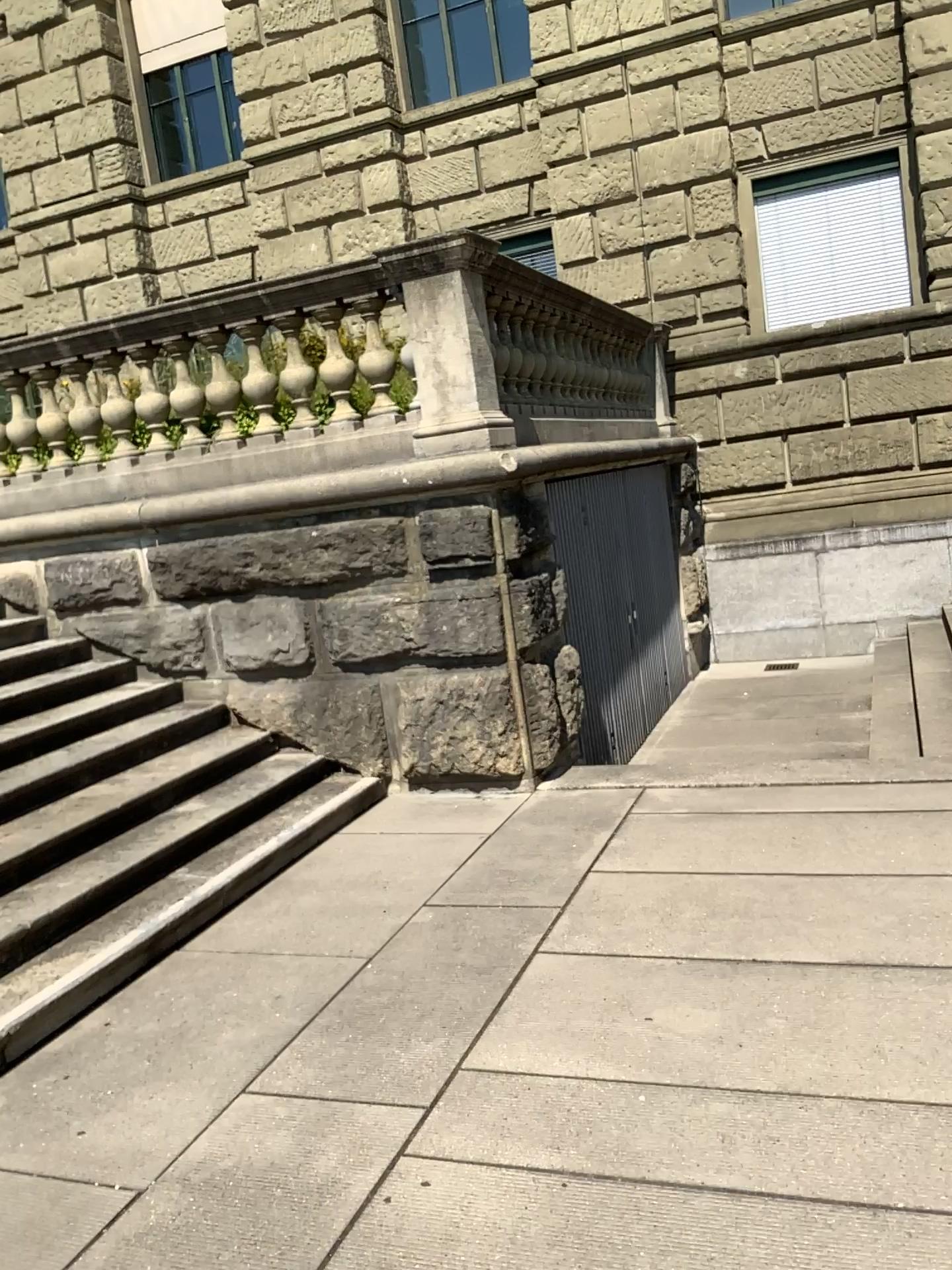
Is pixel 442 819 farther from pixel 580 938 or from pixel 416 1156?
pixel 416 1156
